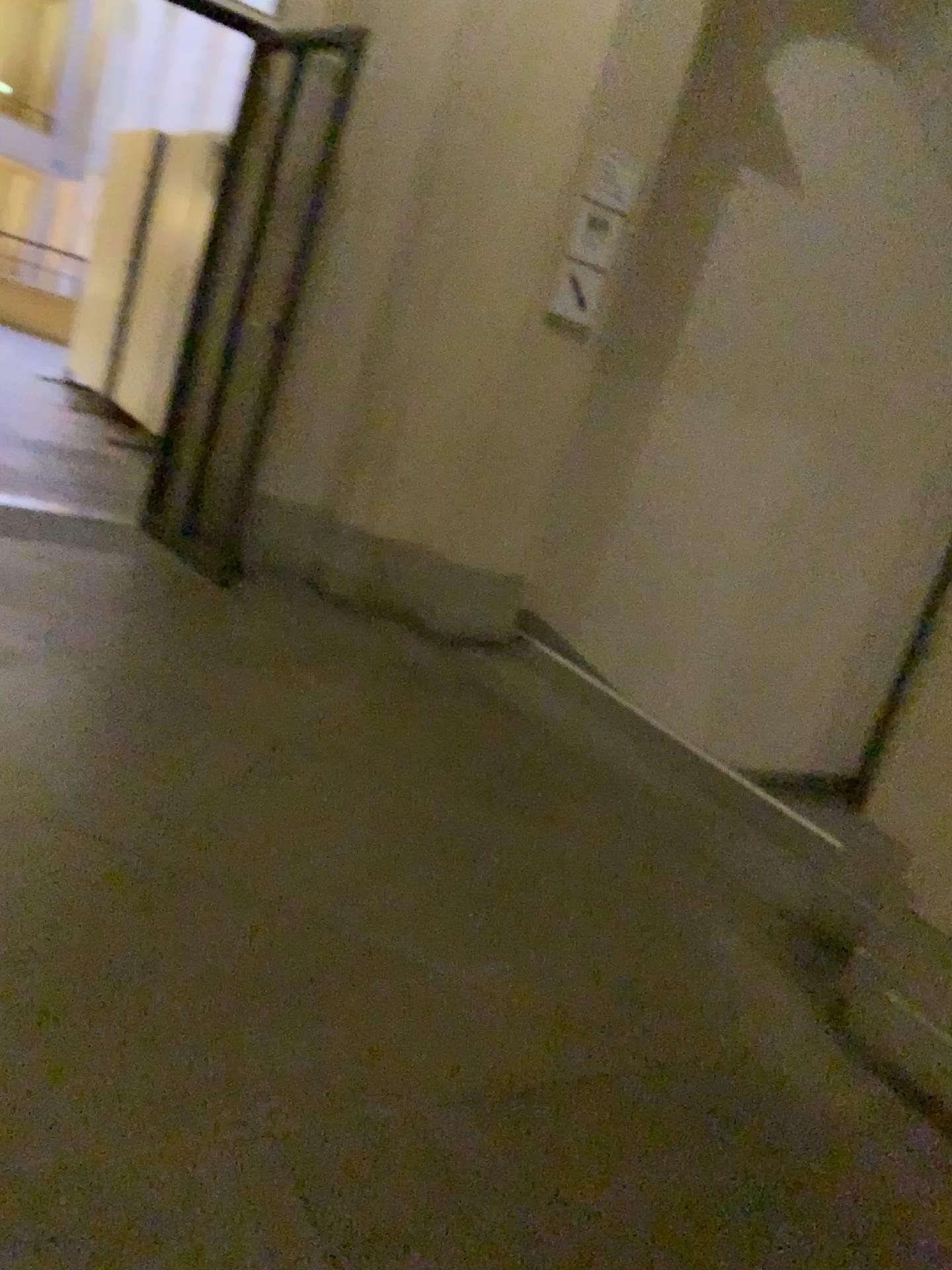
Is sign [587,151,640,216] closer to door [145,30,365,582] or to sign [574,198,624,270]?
sign [574,198,624,270]

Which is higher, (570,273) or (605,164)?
(605,164)

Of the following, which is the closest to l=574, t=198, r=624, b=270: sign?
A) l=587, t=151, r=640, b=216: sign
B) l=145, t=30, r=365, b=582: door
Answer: l=587, t=151, r=640, b=216: sign

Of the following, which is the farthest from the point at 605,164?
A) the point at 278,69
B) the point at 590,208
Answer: the point at 278,69

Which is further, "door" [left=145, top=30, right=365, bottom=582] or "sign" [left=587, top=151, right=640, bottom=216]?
"door" [left=145, top=30, right=365, bottom=582]

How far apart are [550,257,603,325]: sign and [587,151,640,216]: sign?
0.3 meters

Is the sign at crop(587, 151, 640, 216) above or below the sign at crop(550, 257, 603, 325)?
above

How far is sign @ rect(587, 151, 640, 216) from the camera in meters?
4.0

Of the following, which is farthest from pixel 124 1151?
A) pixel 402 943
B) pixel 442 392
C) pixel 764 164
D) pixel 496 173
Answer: pixel 764 164

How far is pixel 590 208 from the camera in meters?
4.1
